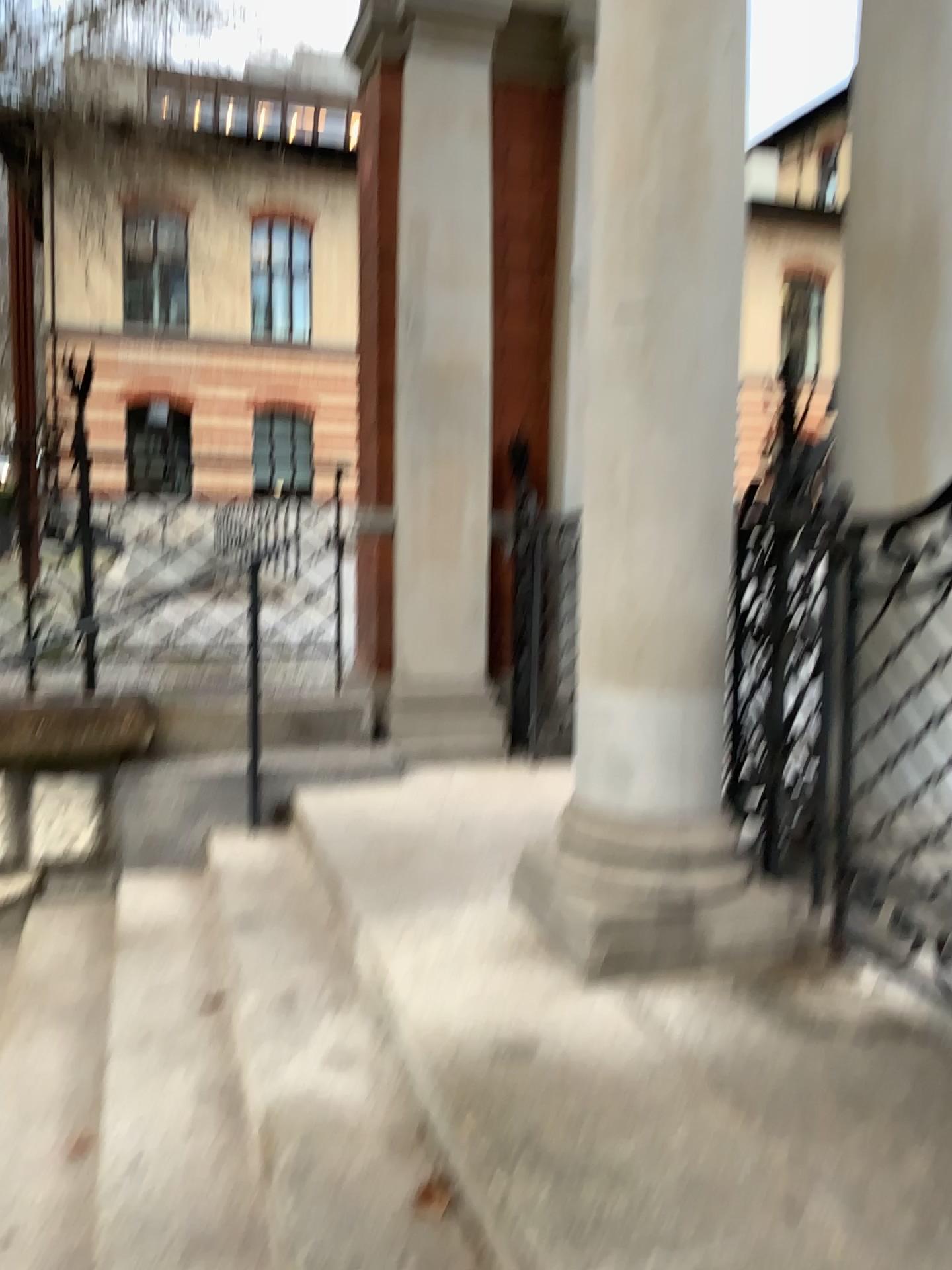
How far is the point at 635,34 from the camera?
2.4 meters

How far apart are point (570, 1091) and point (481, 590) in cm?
300

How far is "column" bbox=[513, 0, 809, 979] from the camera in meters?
2.4
